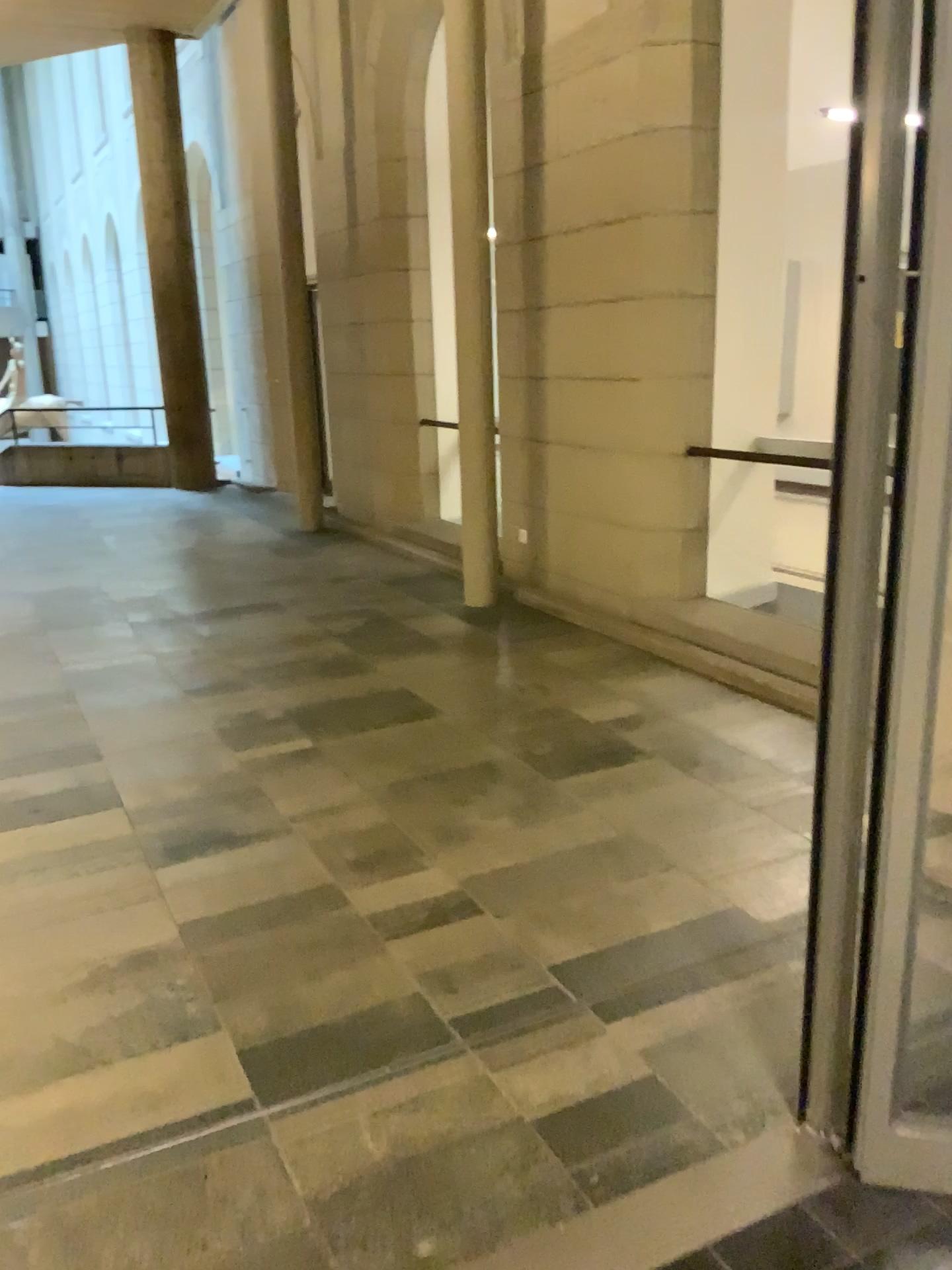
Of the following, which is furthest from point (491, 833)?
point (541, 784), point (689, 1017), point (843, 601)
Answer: point (843, 601)
